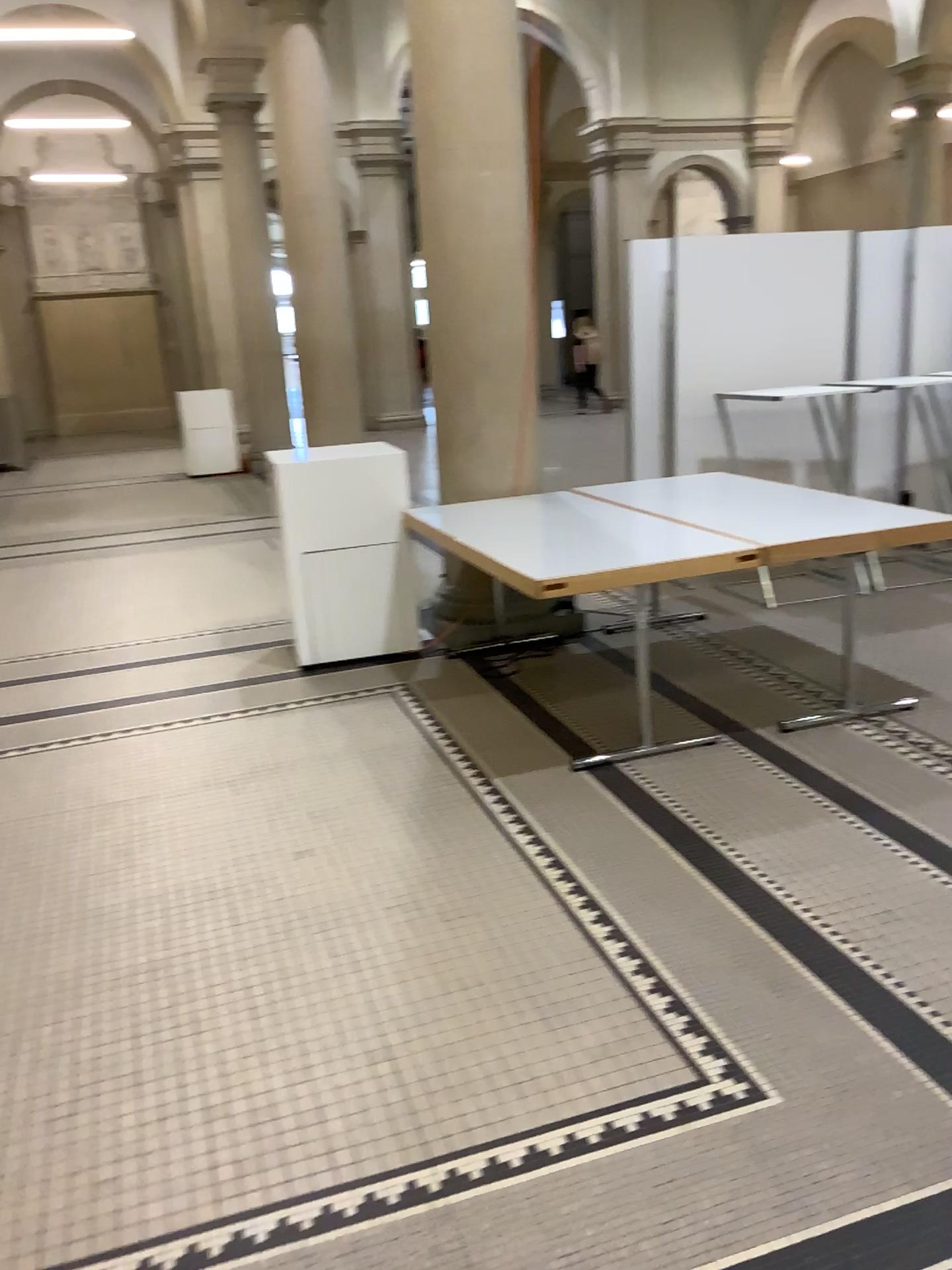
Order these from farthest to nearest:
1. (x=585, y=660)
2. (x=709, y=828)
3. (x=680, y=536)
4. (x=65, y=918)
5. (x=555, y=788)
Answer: (x=585, y=660) → (x=680, y=536) → (x=555, y=788) → (x=709, y=828) → (x=65, y=918)
